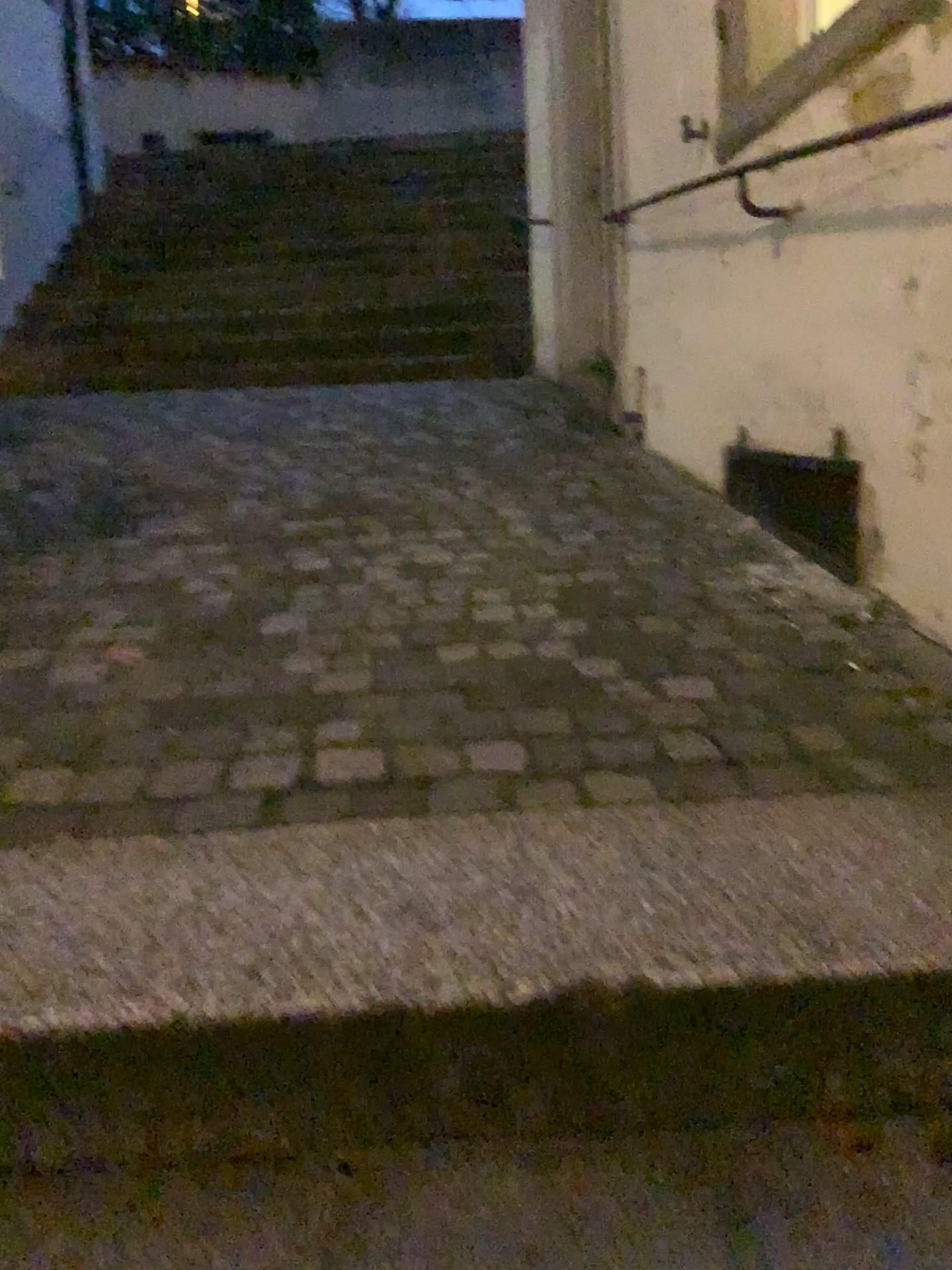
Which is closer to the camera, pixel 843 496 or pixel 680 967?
pixel 680 967

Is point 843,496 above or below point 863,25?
below

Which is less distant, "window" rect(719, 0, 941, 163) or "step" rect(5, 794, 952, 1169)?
"step" rect(5, 794, 952, 1169)

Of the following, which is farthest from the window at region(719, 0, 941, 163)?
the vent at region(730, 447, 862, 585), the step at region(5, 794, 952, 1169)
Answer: the step at region(5, 794, 952, 1169)

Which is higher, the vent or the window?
the window

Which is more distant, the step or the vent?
the vent

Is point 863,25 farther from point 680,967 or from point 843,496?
point 680,967

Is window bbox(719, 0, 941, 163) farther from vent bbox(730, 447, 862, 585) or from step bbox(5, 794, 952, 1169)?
step bbox(5, 794, 952, 1169)

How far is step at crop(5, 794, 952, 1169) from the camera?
0.99m

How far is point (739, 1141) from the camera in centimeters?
99cm
